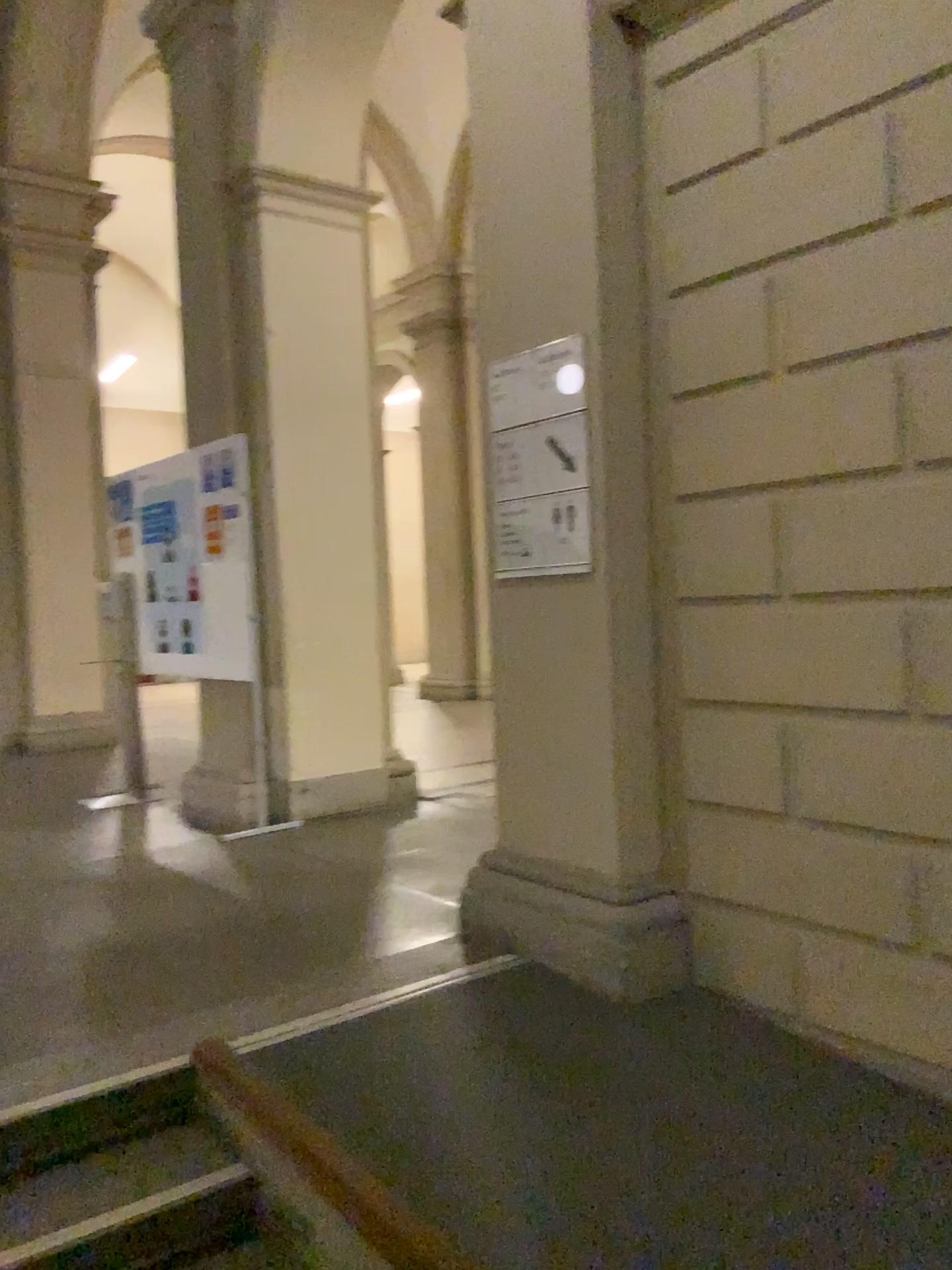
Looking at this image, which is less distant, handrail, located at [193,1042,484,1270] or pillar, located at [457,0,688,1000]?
handrail, located at [193,1042,484,1270]

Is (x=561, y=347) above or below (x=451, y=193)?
below

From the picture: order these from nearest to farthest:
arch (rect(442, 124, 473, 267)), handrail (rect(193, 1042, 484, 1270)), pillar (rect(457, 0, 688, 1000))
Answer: handrail (rect(193, 1042, 484, 1270)), pillar (rect(457, 0, 688, 1000)), arch (rect(442, 124, 473, 267))

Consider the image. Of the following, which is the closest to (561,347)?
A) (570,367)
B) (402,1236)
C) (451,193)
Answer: (570,367)

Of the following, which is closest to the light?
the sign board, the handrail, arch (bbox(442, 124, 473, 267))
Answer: the sign board

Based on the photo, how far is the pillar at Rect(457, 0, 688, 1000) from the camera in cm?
297

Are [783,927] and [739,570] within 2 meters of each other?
yes

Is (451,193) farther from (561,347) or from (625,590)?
(625,590)

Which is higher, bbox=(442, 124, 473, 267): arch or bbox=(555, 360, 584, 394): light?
bbox=(442, 124, 473, 267): arch

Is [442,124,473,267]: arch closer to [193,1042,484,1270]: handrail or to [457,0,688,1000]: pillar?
[457,0,688,1000]: pillar
